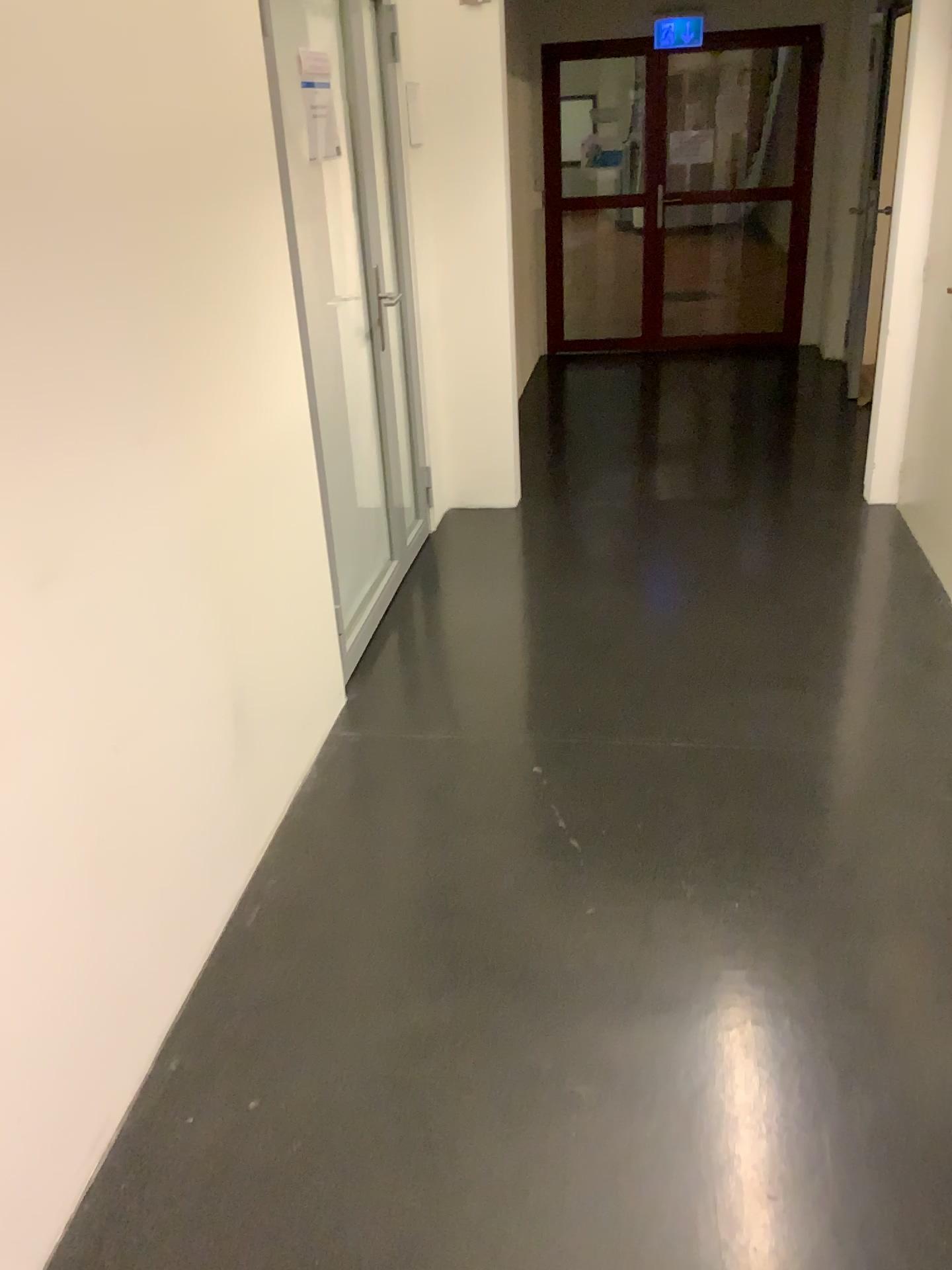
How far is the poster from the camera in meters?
3.0 m

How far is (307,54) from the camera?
3.03m

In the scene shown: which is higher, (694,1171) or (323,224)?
(323,224)
